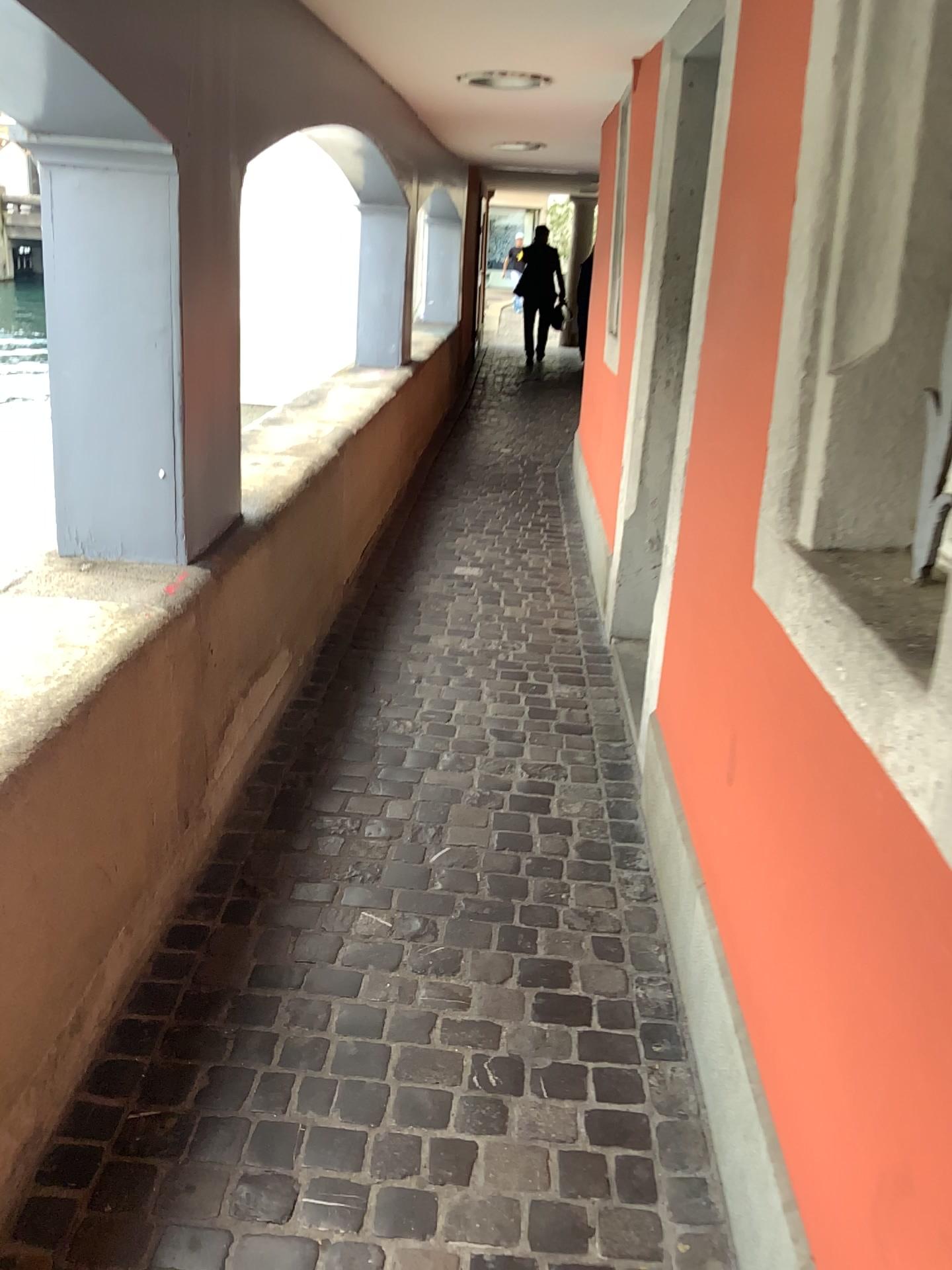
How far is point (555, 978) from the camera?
2.1m
